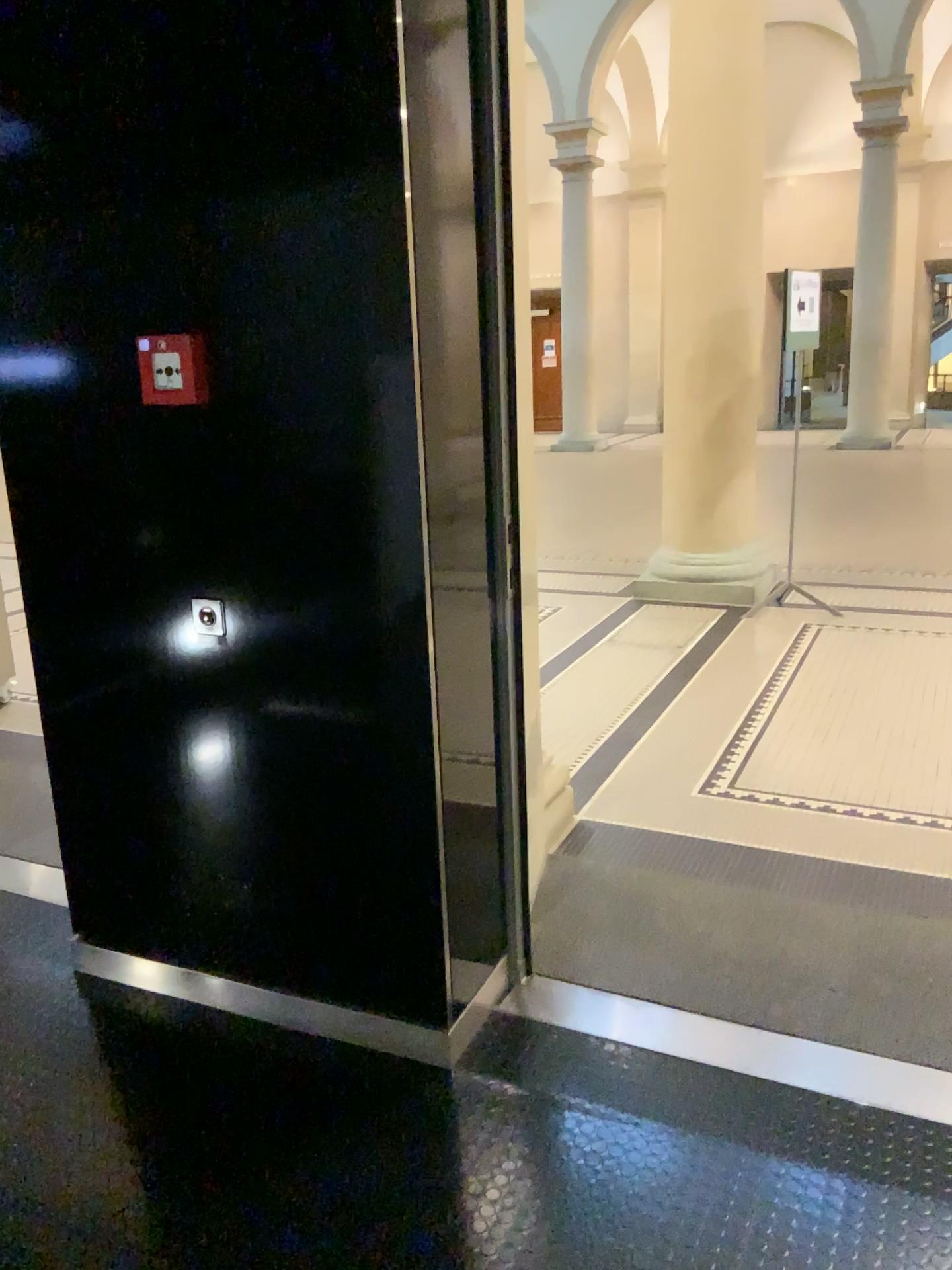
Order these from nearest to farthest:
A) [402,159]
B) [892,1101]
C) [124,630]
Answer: [402,159], [892,1101], [124,630]

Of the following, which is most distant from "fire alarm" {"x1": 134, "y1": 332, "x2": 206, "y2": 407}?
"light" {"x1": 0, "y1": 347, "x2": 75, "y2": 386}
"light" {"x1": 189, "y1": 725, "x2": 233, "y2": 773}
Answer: "light" {"x1": 189, "y1": 725, "x2": 233, "y2": 773}

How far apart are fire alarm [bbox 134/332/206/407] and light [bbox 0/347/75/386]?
0.3m

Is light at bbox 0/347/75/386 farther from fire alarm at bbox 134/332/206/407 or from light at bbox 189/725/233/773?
light at bbox 189/725/233/773

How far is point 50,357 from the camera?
2.2m

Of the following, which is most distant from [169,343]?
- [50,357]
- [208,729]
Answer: [208,729]

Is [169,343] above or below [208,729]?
above

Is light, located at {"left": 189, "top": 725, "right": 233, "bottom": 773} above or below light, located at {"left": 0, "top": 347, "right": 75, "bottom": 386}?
below

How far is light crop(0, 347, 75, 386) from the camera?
2.25m

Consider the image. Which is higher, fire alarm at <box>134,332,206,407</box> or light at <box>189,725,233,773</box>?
fire alarm at <box>134,332,206,407</box>
